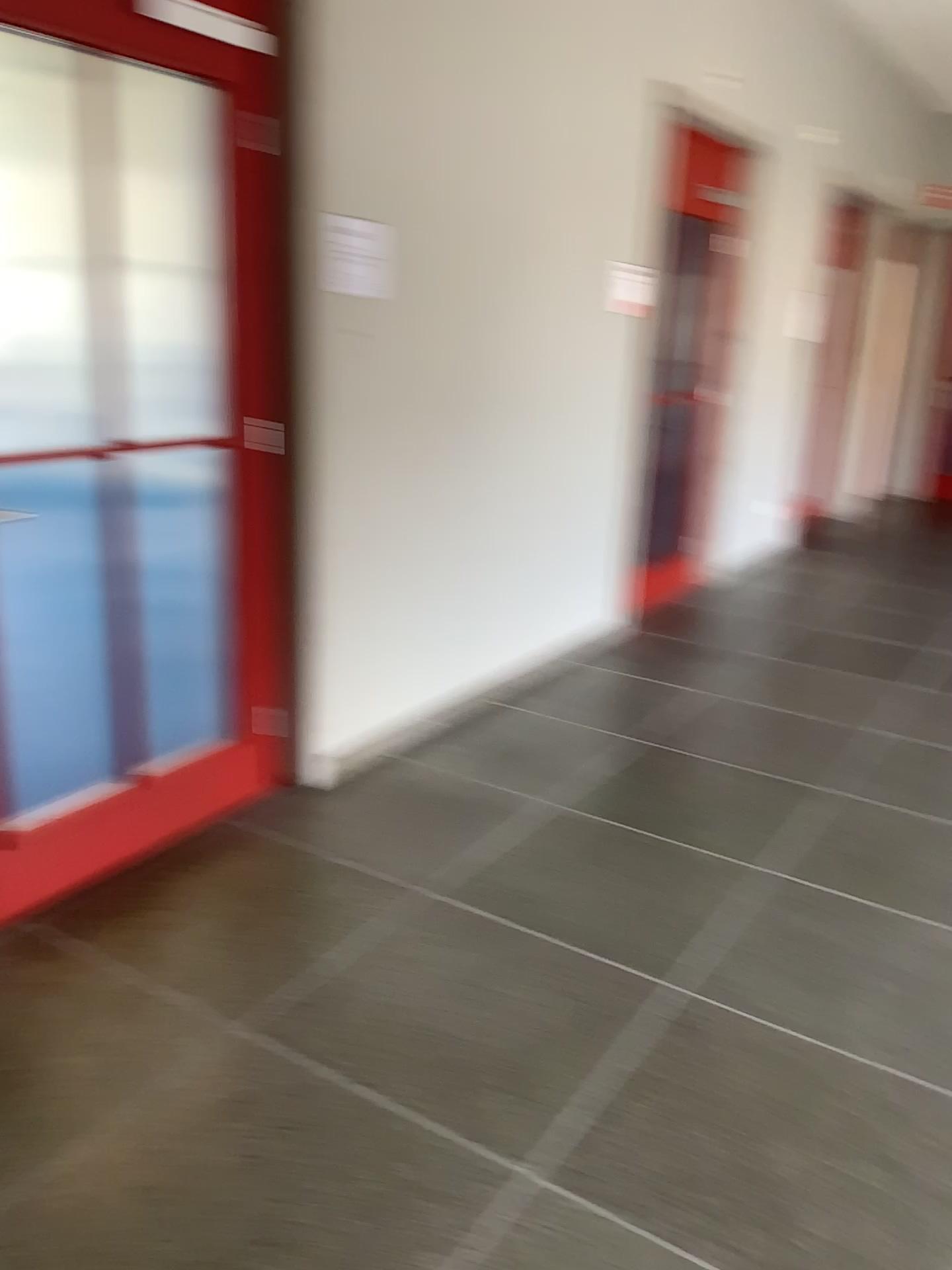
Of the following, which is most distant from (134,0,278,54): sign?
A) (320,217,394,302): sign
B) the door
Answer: (320,217,394,302): sign

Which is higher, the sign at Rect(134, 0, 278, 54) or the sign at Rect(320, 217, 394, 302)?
the sign at Rect(134, 0, 278, 54)

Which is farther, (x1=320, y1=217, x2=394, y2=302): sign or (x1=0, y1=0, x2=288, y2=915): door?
(x1=320, y1=217, x2=394, y2=302): sign

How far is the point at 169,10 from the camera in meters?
2.5 m

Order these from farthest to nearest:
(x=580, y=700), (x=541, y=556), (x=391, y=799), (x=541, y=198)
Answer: (x=541, y=556) < (x=580, y=700) < (x=541, y=198) < (x=391, y=799)

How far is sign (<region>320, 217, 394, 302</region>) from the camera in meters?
3.1

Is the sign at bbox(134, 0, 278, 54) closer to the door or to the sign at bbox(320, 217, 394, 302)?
the door

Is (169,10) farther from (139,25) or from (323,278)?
(323,278)

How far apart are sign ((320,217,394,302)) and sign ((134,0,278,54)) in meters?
0.5 m

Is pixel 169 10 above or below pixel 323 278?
above
